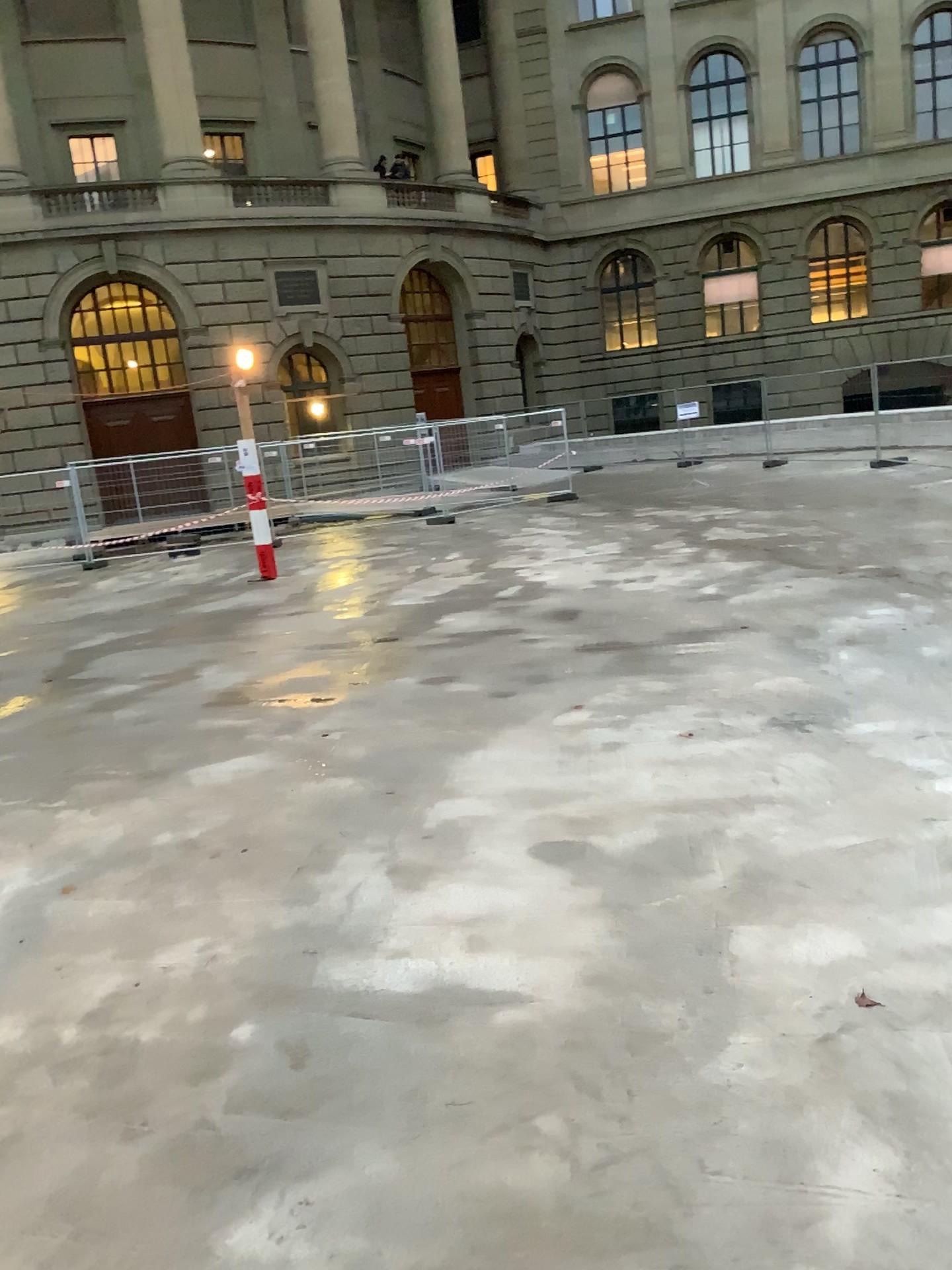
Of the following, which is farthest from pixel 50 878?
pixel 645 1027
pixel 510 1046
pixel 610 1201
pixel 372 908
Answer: pixel 610 1201
